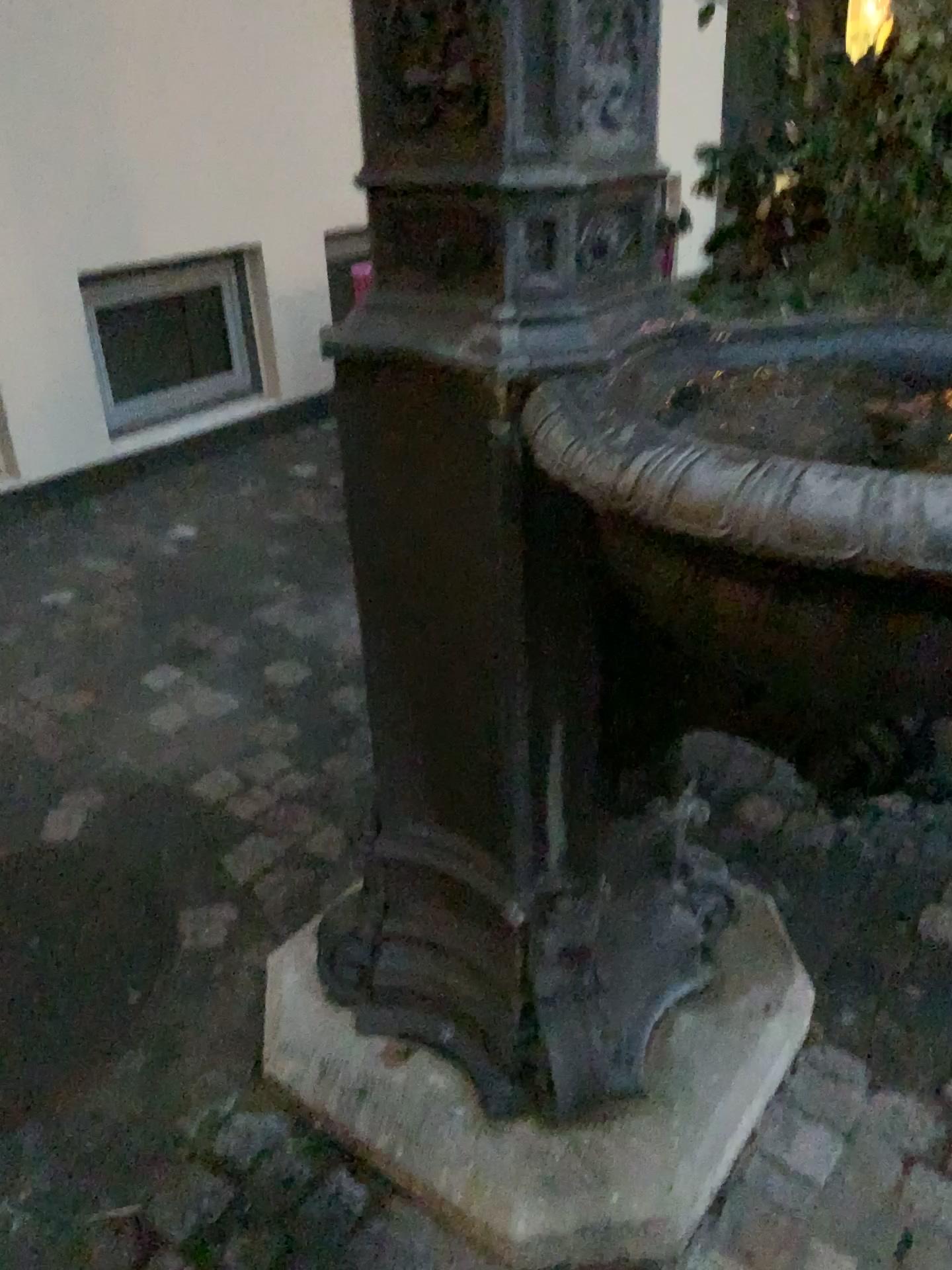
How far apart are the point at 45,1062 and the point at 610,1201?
0.8 meters

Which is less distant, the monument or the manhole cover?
the monument

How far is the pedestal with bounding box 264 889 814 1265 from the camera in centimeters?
124cm

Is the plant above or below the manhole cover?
above

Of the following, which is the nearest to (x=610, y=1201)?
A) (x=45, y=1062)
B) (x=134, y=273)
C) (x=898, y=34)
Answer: (x=45, y=1062)

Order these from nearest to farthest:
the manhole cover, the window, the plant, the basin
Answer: the basin
the manhole cover
the plant
the window

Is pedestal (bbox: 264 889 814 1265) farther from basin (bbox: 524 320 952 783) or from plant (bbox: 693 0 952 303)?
plant (bbox: 693 0 952 303)

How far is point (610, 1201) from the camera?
1.2 meters

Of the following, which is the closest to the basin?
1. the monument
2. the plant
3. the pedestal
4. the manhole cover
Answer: the monument

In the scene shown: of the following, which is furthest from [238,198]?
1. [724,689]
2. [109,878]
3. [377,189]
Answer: [724,689]
